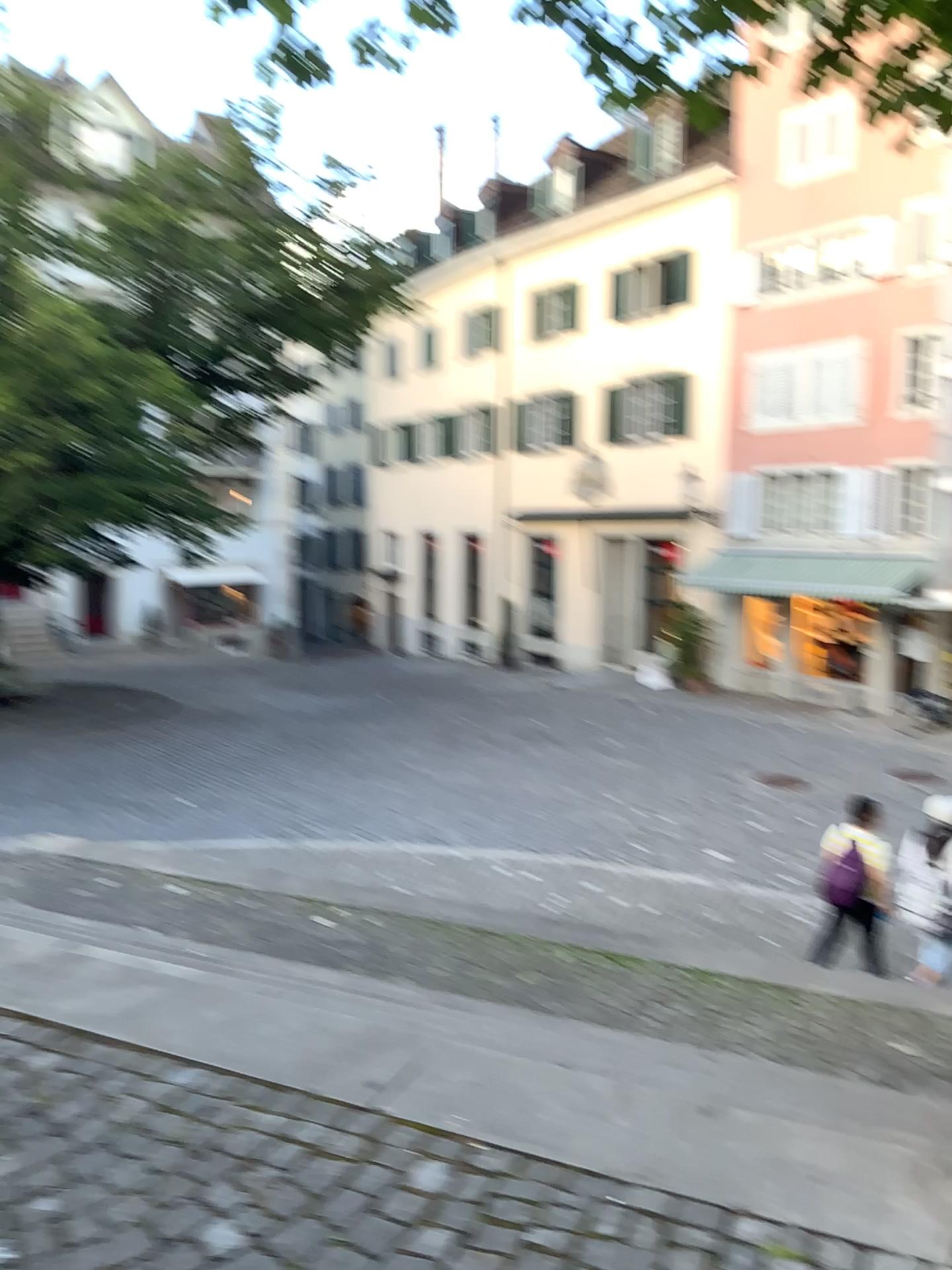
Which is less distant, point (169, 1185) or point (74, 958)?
point (169, 1185)
